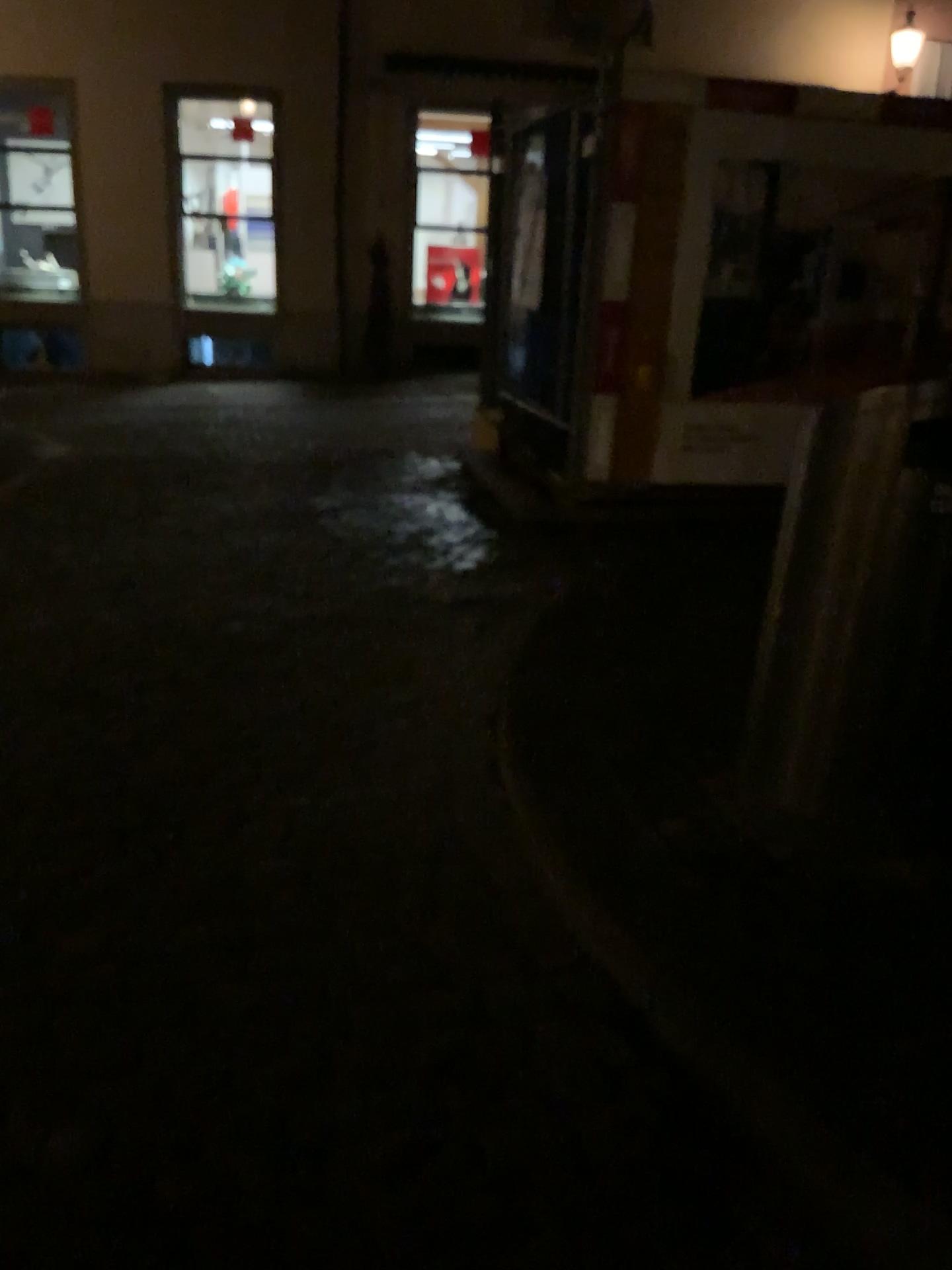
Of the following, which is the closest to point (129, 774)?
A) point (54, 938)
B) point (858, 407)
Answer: point (54, 938)
